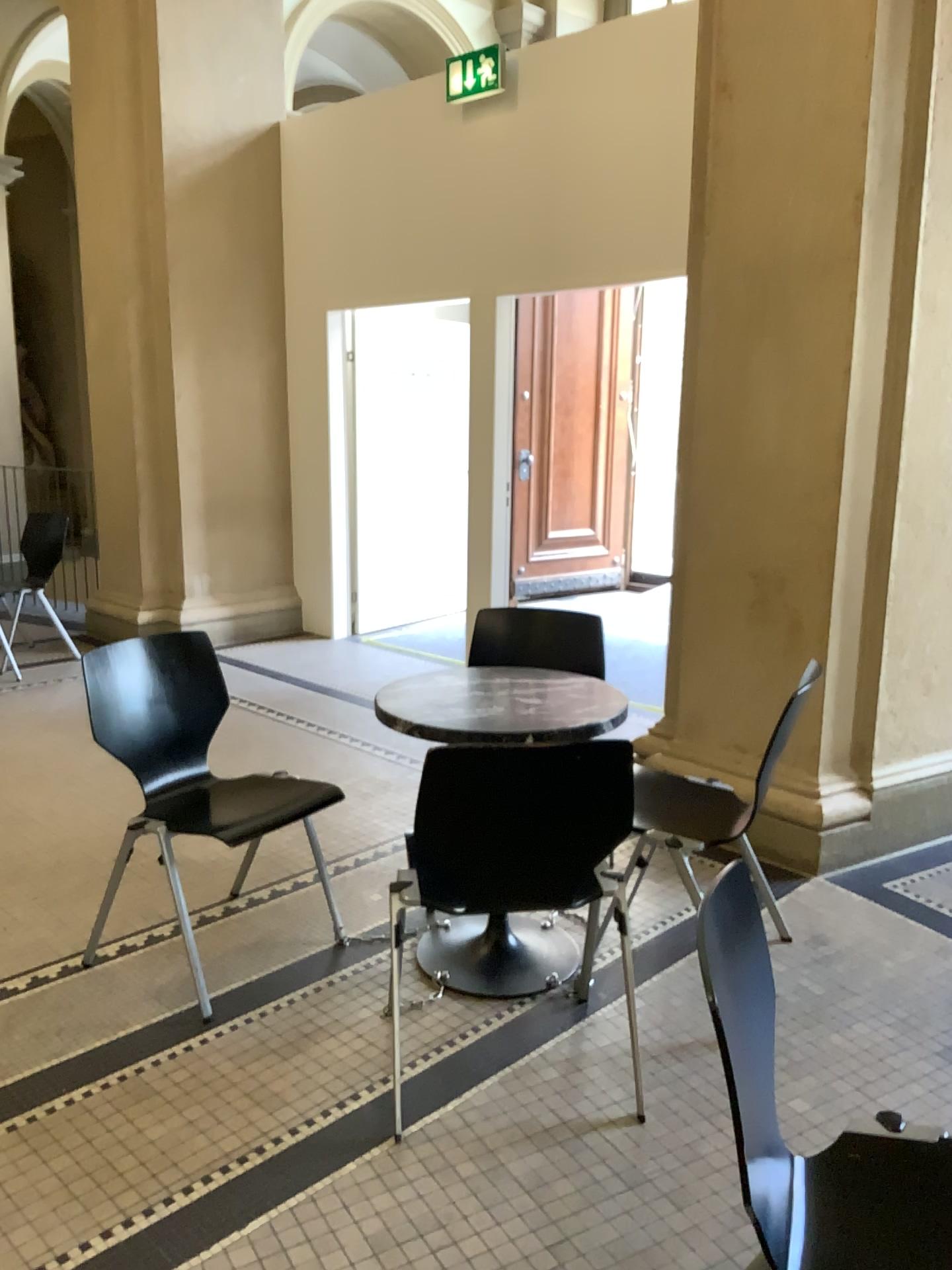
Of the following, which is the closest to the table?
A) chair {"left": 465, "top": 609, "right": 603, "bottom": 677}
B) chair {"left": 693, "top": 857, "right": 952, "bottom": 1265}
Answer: chair {"left": 465, "top": 609, "right": 603, "bottom": 677}

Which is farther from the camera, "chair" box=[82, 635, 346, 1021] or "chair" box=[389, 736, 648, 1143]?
"chair" box=[82, 635, 346, 1021]

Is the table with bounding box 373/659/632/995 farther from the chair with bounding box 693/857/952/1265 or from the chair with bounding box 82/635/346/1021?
the chair with bounding box 693/857/952/1265

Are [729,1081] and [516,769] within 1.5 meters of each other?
yes

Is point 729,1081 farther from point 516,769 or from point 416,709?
point 416,709

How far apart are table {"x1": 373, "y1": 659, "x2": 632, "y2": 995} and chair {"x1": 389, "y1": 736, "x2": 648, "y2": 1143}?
0.3 meters

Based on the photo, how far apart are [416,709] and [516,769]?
0.61m

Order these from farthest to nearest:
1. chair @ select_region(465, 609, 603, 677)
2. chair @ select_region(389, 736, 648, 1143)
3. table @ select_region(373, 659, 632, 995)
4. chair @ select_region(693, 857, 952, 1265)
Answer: chair @ select_region(465, 609, 603, 677) → table @ select_region(373, 659, 632, 995) → chair @ select_region(389, 736, 648, 1143) → chair @ select_region(693, 857, 952, 1265)

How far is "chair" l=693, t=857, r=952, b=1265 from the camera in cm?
131

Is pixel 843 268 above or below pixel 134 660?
above
